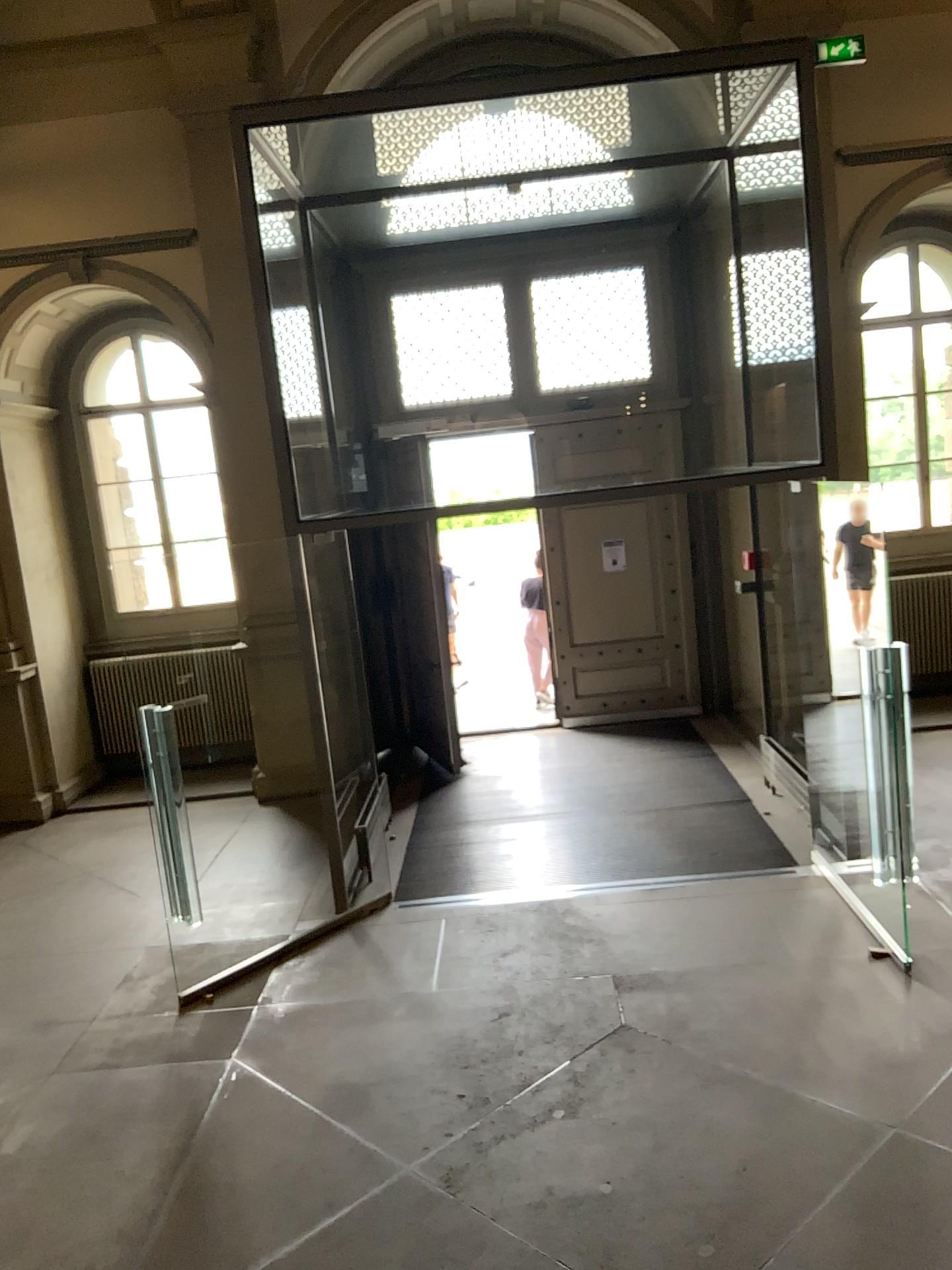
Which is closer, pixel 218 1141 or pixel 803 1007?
pixel 218 1141
